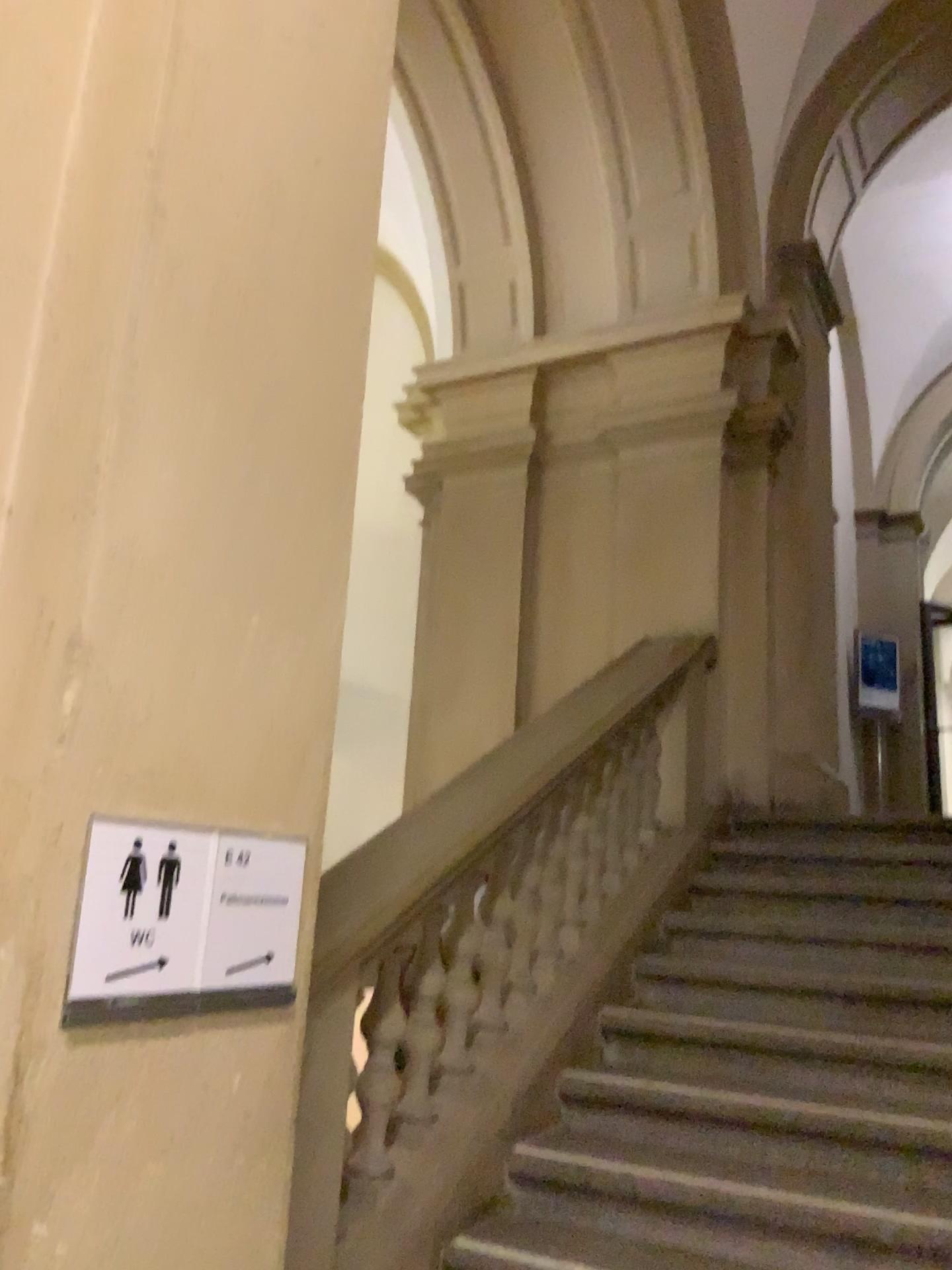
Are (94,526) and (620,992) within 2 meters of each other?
no

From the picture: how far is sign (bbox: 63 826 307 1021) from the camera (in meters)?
1.28

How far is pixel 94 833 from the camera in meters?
1.3 m
